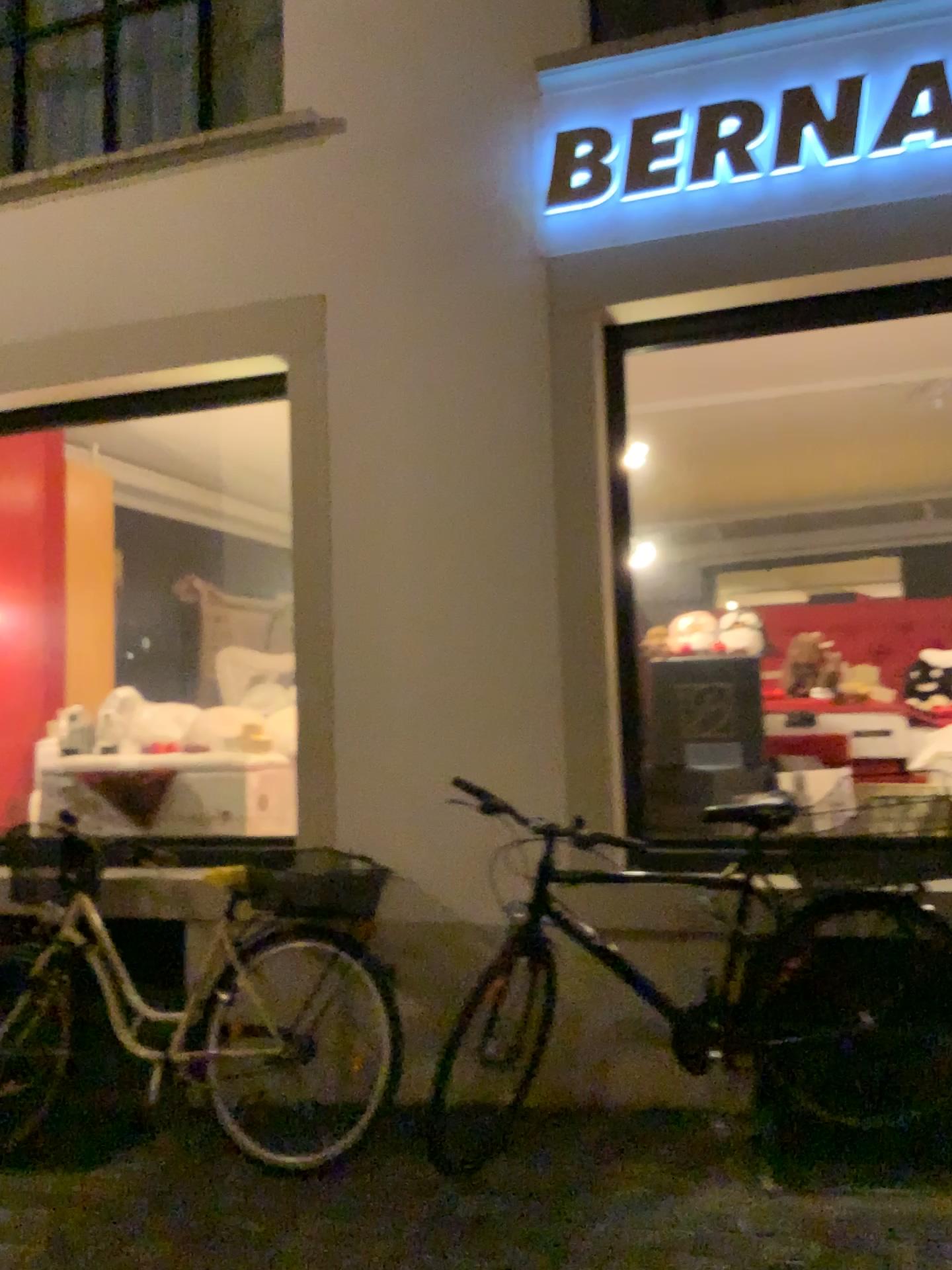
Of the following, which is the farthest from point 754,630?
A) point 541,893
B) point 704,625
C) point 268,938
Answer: point 268,938

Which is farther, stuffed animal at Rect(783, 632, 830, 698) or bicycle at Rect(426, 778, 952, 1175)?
stuffed animal at Rect(783, 632, 830, 698)

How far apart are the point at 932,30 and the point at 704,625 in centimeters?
201cm

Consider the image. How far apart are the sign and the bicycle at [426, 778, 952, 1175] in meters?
1.9

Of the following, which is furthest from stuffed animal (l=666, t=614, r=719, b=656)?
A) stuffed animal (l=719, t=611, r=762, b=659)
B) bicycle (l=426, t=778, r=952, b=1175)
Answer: bicycle (l=426, t=778, r=952, b=1175)

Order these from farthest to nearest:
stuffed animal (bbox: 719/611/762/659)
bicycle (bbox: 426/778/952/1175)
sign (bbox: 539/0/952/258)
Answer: stuffed animal (bbox: 719/611/762/659) → sign (bbox: 539/0/952/258) → bicycle (bbox: 426/778/952/1175)

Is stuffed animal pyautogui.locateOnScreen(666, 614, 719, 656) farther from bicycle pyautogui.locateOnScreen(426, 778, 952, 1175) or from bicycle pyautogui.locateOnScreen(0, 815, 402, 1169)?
bicycle pyautogui.locateOnScreen(0, 815, 402, 1169)

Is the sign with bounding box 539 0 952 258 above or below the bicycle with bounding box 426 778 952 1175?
above

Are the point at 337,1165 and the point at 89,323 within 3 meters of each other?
no

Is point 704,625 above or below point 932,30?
below
